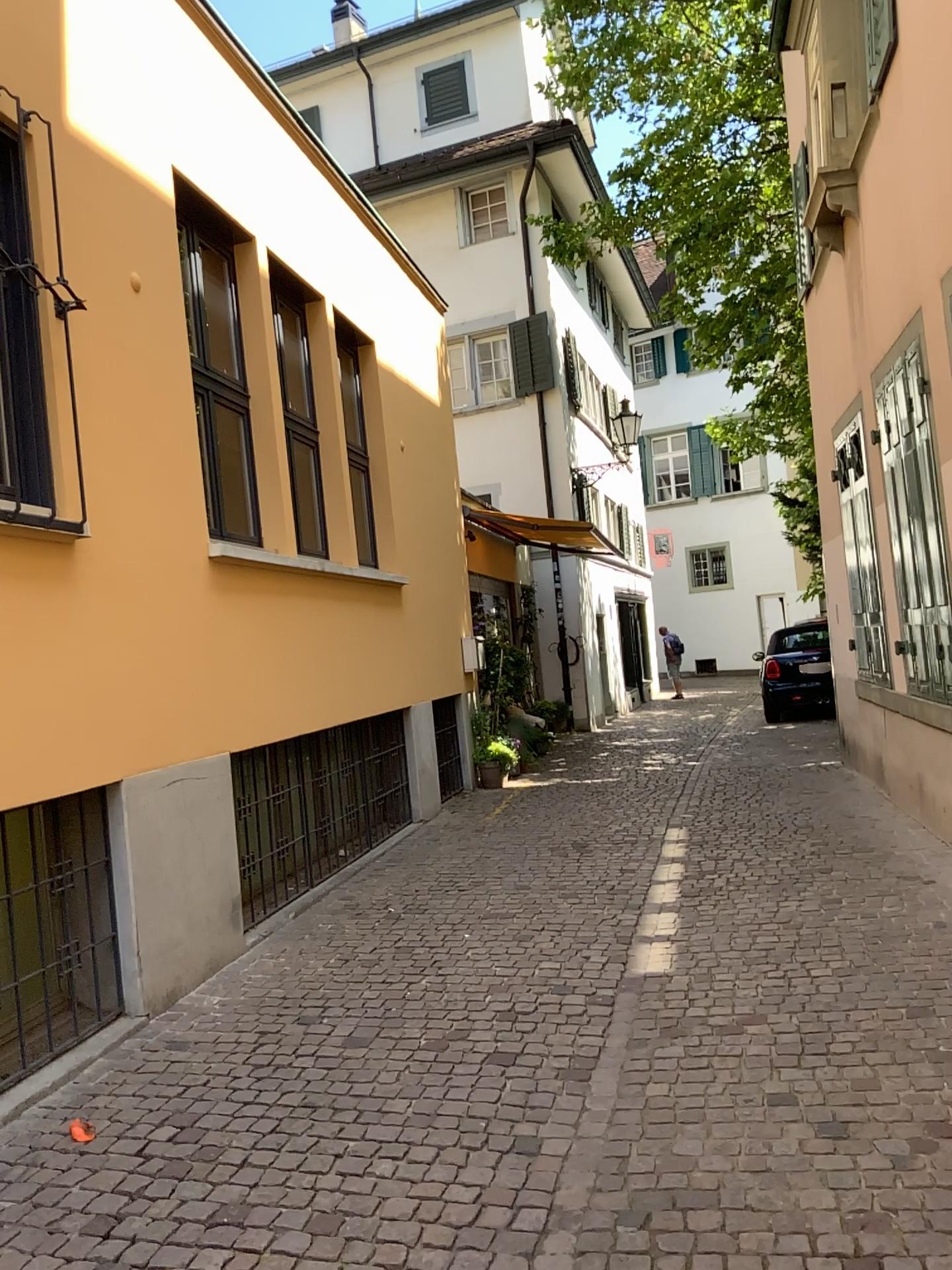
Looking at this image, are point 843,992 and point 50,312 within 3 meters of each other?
no
